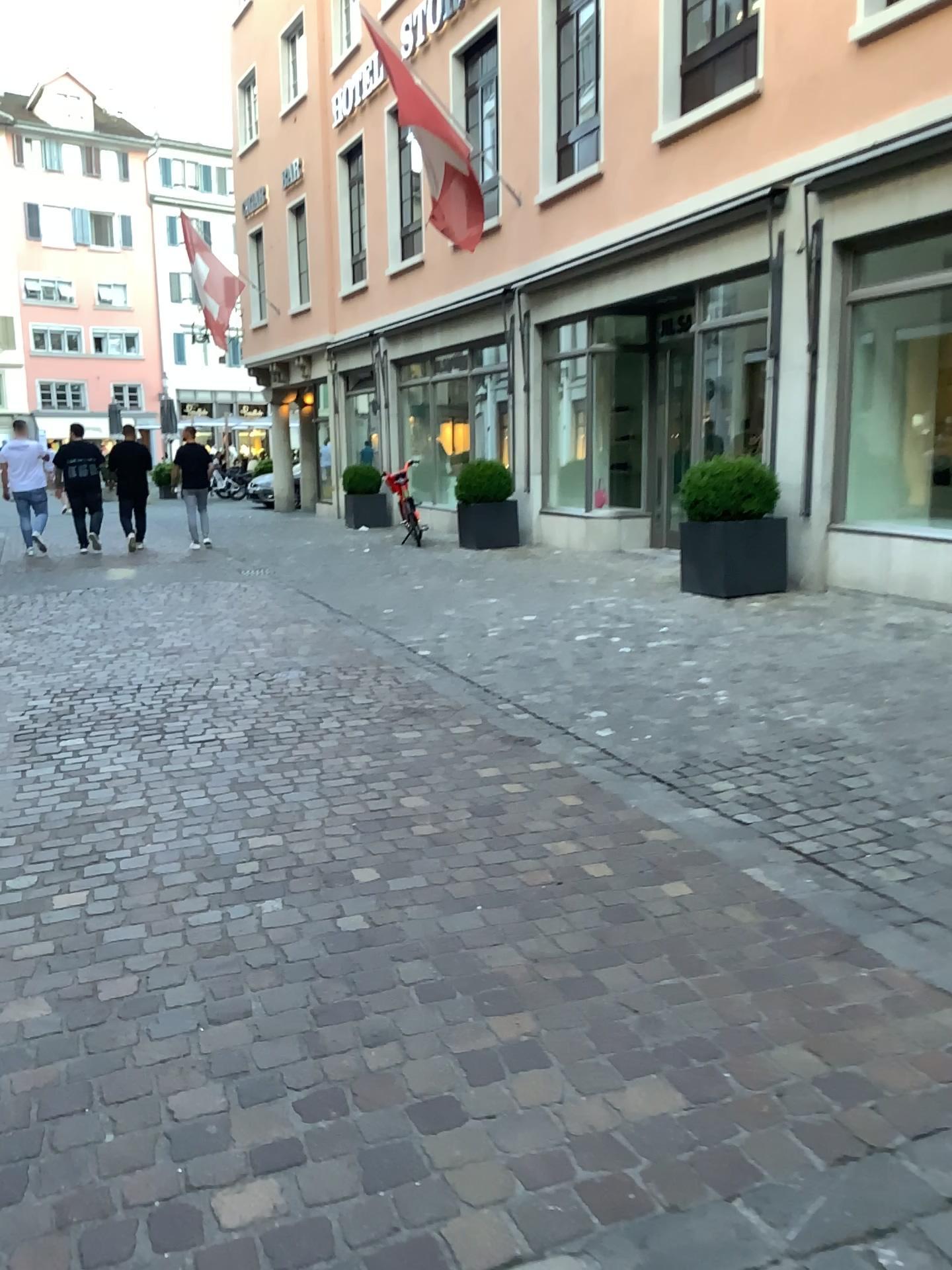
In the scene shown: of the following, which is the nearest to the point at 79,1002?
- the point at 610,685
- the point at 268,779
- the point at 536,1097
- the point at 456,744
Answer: the point at 536,1097
